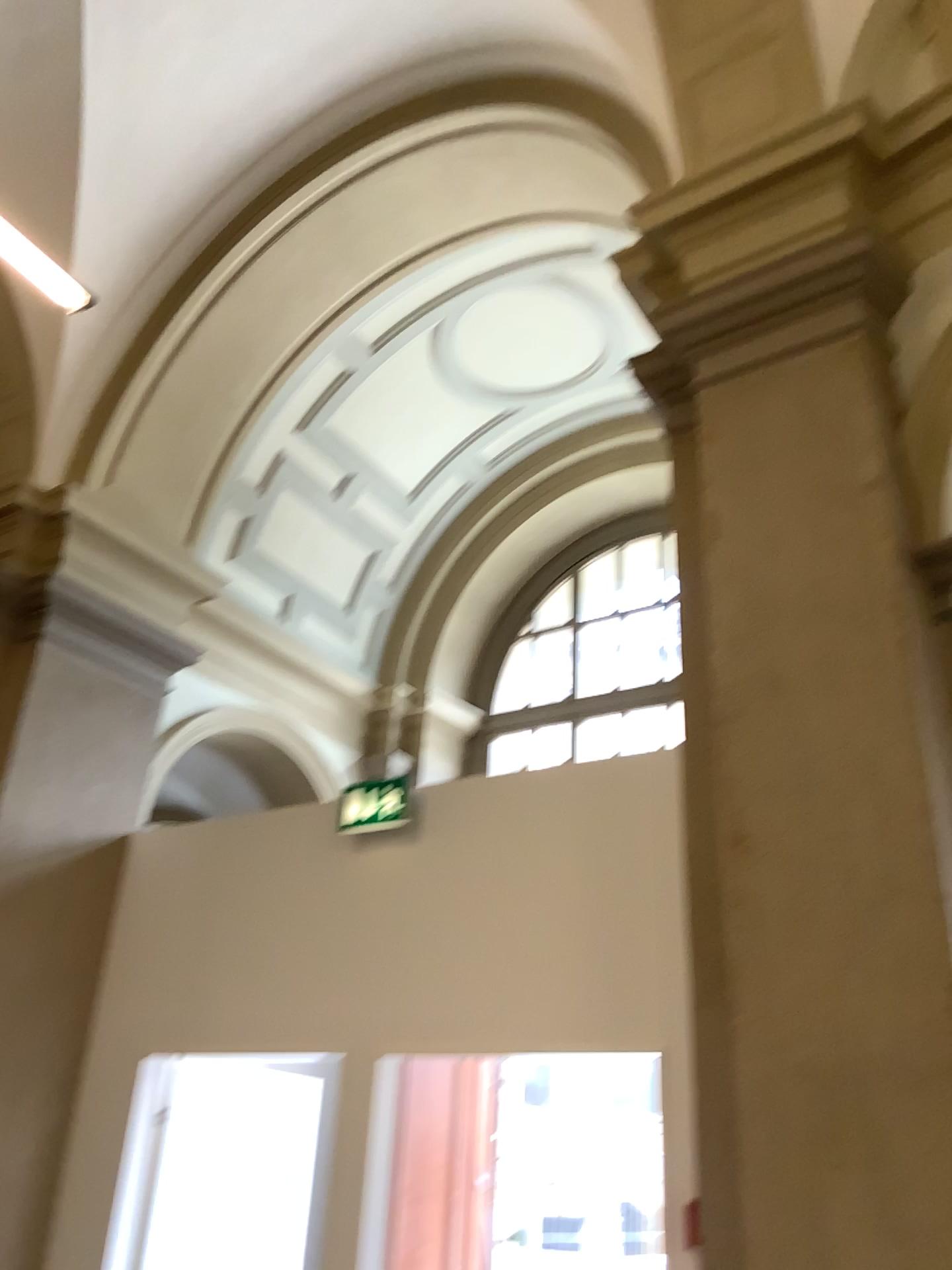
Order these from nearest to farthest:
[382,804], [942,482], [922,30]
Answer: [942,482]
[922,30]
[382,804]

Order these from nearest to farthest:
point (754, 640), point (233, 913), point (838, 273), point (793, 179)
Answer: point (754, 640)
point (838, 273)
point (793, 179)
point (233, 913)

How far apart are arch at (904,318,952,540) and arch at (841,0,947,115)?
1.1m

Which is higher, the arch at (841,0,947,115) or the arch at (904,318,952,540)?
the arch at (841,0,947,115)

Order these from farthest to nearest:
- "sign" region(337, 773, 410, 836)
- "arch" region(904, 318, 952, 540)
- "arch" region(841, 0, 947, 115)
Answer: "sign" region(337, 773, 410, 836) < "arch" region(841, 0, 947, 115) < "arch" region(904, 318, 952, 540)

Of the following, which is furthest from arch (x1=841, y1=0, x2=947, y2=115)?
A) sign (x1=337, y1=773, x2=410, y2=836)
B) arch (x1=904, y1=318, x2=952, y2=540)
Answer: sign (x1=337, y1=773, x2=410, y2=836)

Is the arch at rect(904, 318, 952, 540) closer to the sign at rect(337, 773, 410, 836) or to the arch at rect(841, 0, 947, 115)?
the arch at rect(841, 0, 947, 115)

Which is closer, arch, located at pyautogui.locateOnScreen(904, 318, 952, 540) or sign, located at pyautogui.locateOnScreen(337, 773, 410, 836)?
arch, located at pyautogui.locateOnScreen(904, 318, 952, 540)

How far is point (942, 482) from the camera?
3.02m

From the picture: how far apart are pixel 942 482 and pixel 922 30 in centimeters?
180cm
